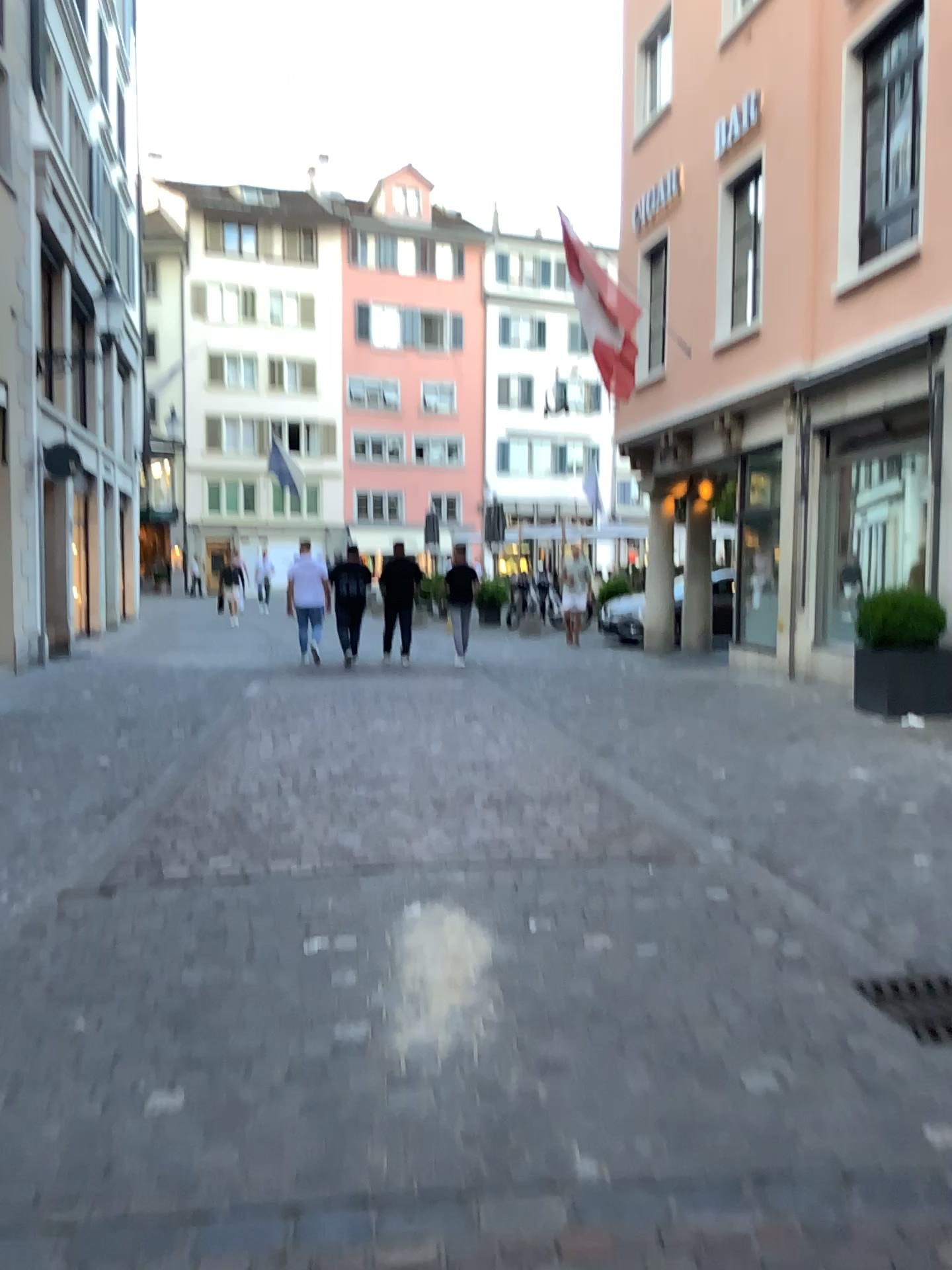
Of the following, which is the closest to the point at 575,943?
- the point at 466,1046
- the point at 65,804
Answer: the point at 466,1046
